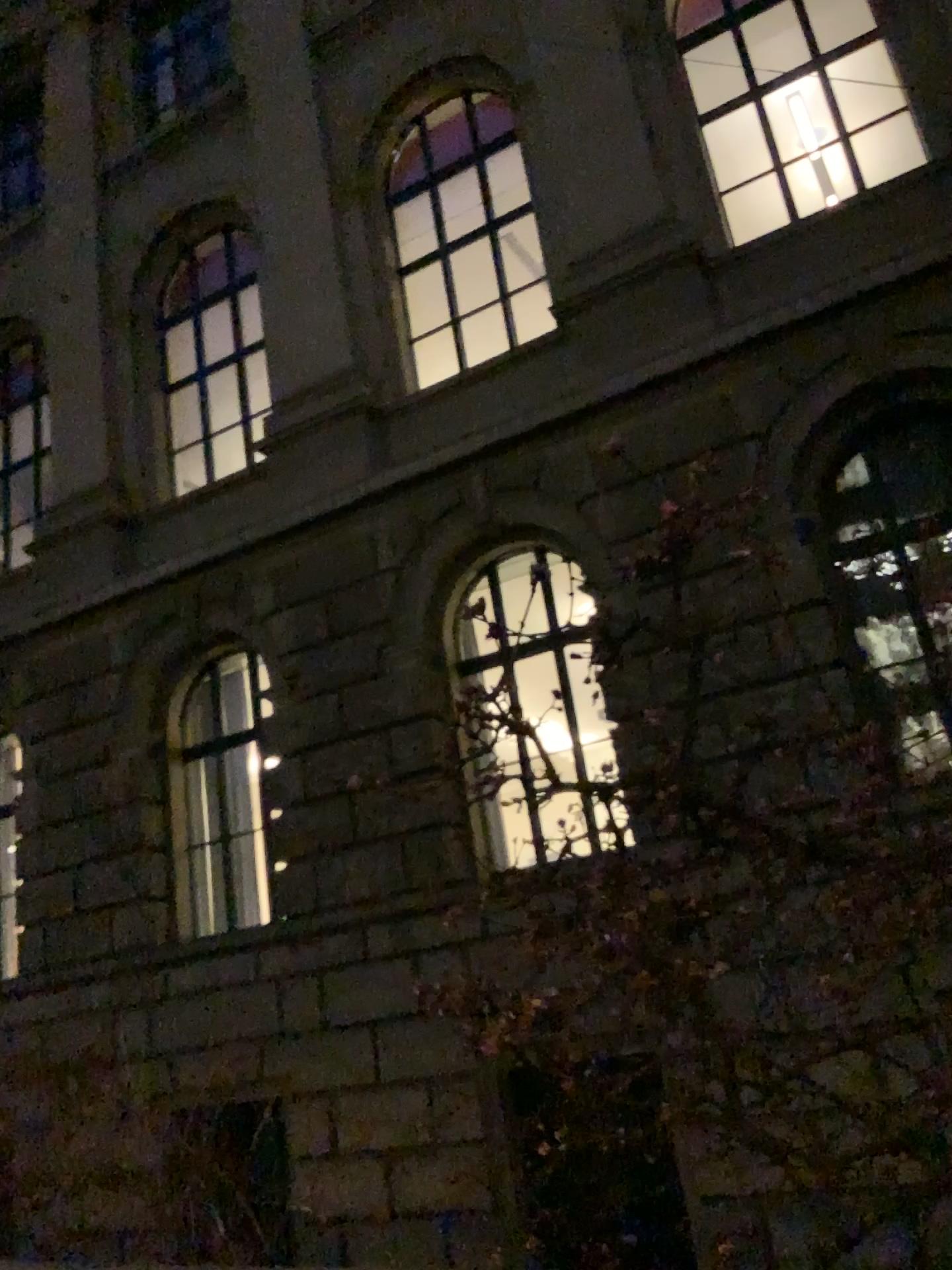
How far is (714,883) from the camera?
1.6m
